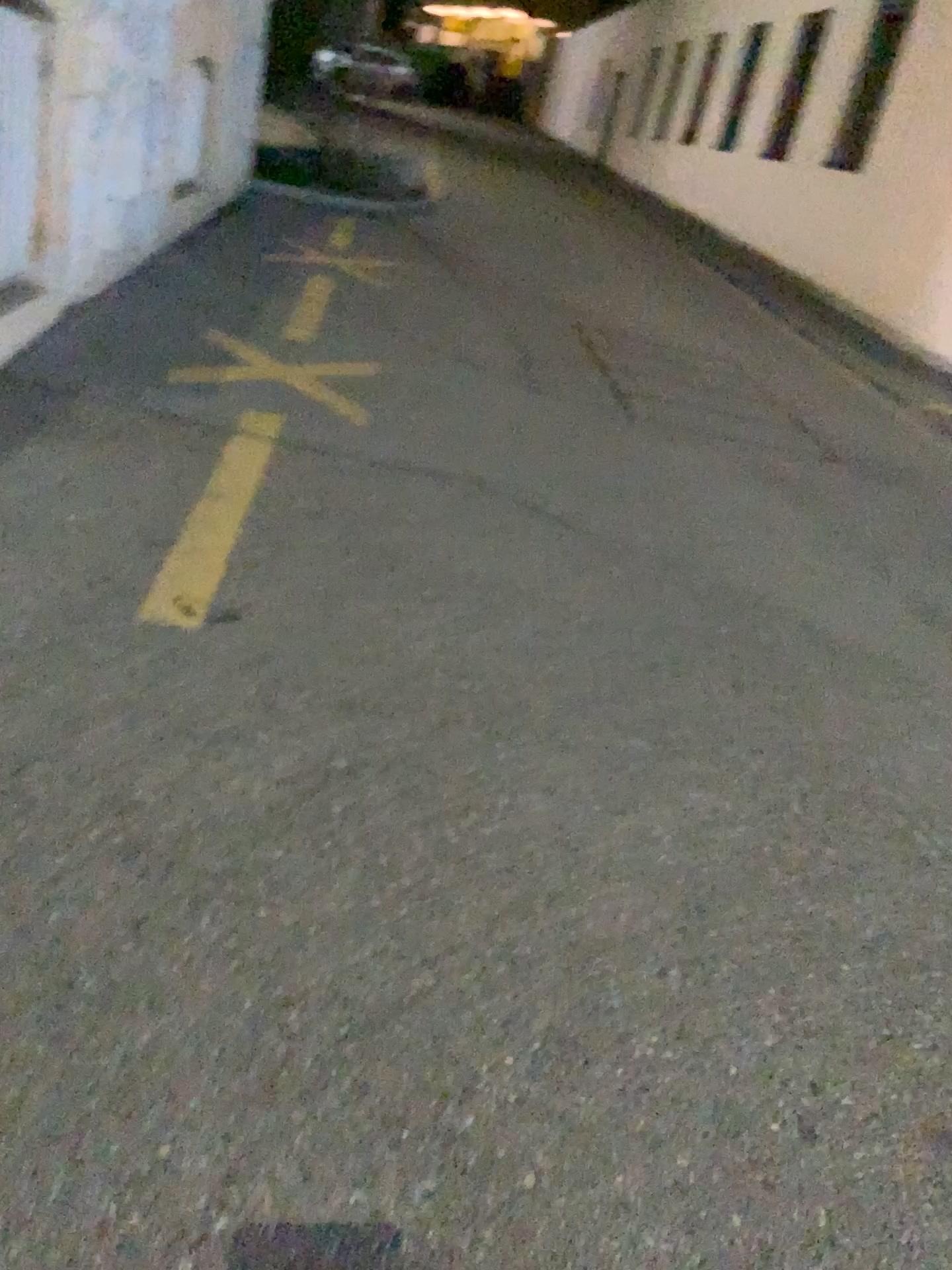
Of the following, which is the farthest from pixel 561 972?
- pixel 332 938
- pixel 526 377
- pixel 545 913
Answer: pixel 526 377
